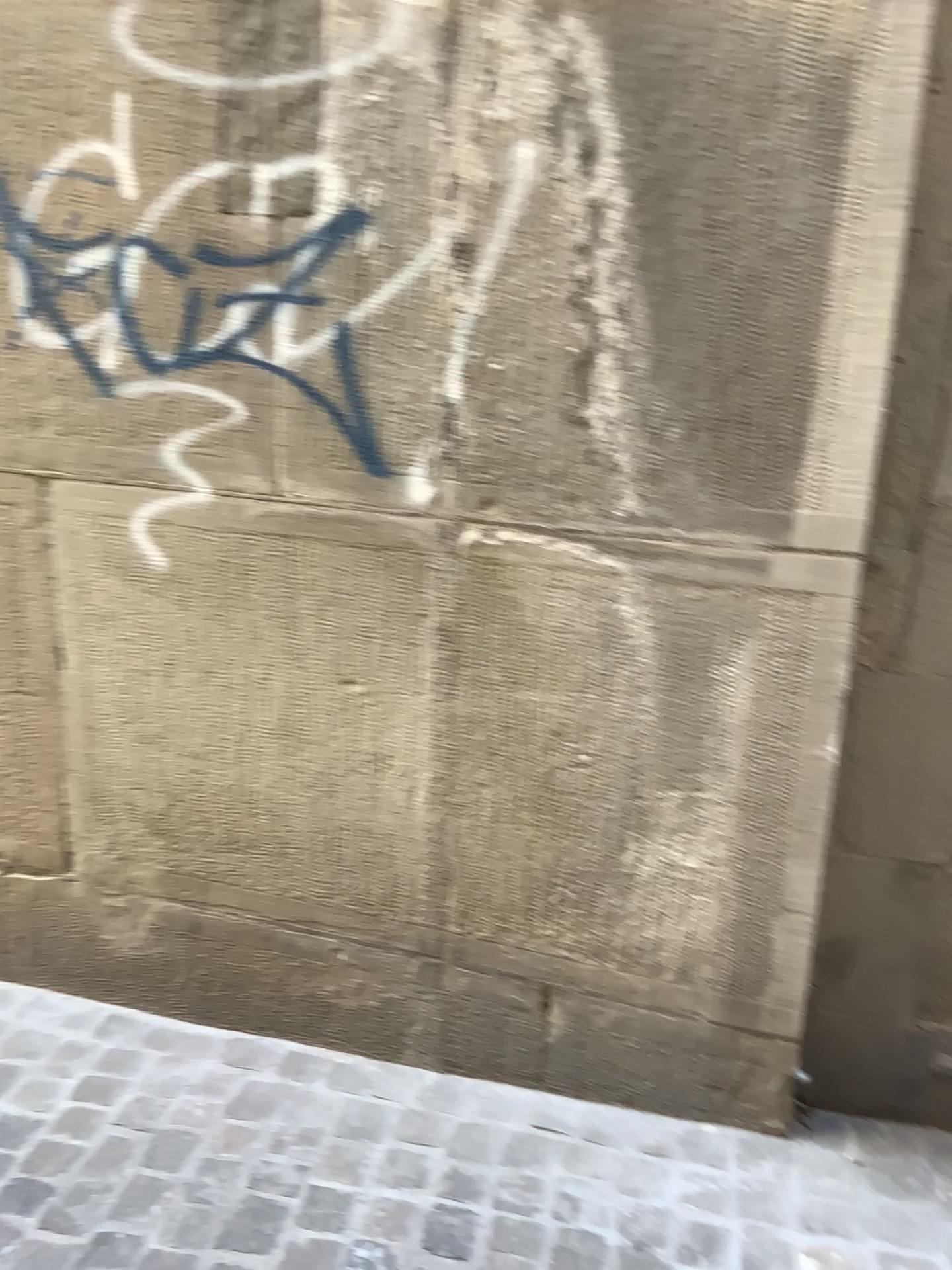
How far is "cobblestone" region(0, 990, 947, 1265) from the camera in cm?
180

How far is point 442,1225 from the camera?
1.8 meters

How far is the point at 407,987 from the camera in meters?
2.2 m
